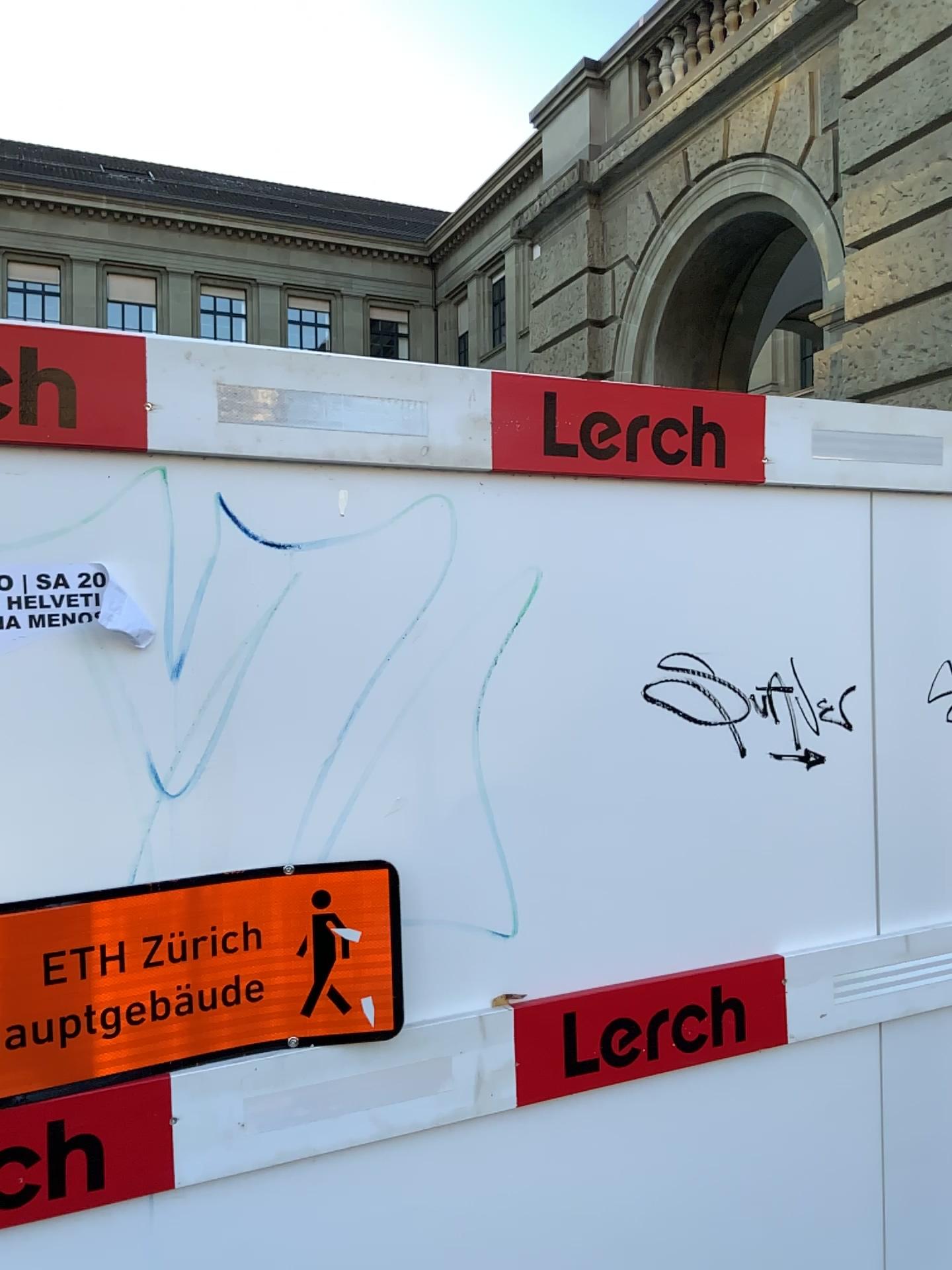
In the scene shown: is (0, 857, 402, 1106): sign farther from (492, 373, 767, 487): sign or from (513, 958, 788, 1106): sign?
(492, 373, 767, 487): sign

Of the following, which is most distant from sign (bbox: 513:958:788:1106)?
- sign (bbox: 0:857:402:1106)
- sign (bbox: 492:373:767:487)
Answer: sign (bbox: 492:373:767:487)

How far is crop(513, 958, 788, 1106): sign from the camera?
1.6 meters

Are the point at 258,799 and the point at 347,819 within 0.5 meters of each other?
yes

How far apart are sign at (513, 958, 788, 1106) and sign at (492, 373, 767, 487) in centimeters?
81cm

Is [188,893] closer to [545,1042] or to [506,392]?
[545,1042]

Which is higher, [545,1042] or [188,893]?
[188,893]

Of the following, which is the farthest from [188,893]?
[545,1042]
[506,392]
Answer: [506,392]

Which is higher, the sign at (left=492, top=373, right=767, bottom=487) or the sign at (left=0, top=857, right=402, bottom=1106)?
the sign at (left=492, top=373, right=767, bottom=487)

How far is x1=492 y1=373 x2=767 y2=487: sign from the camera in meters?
1.6
